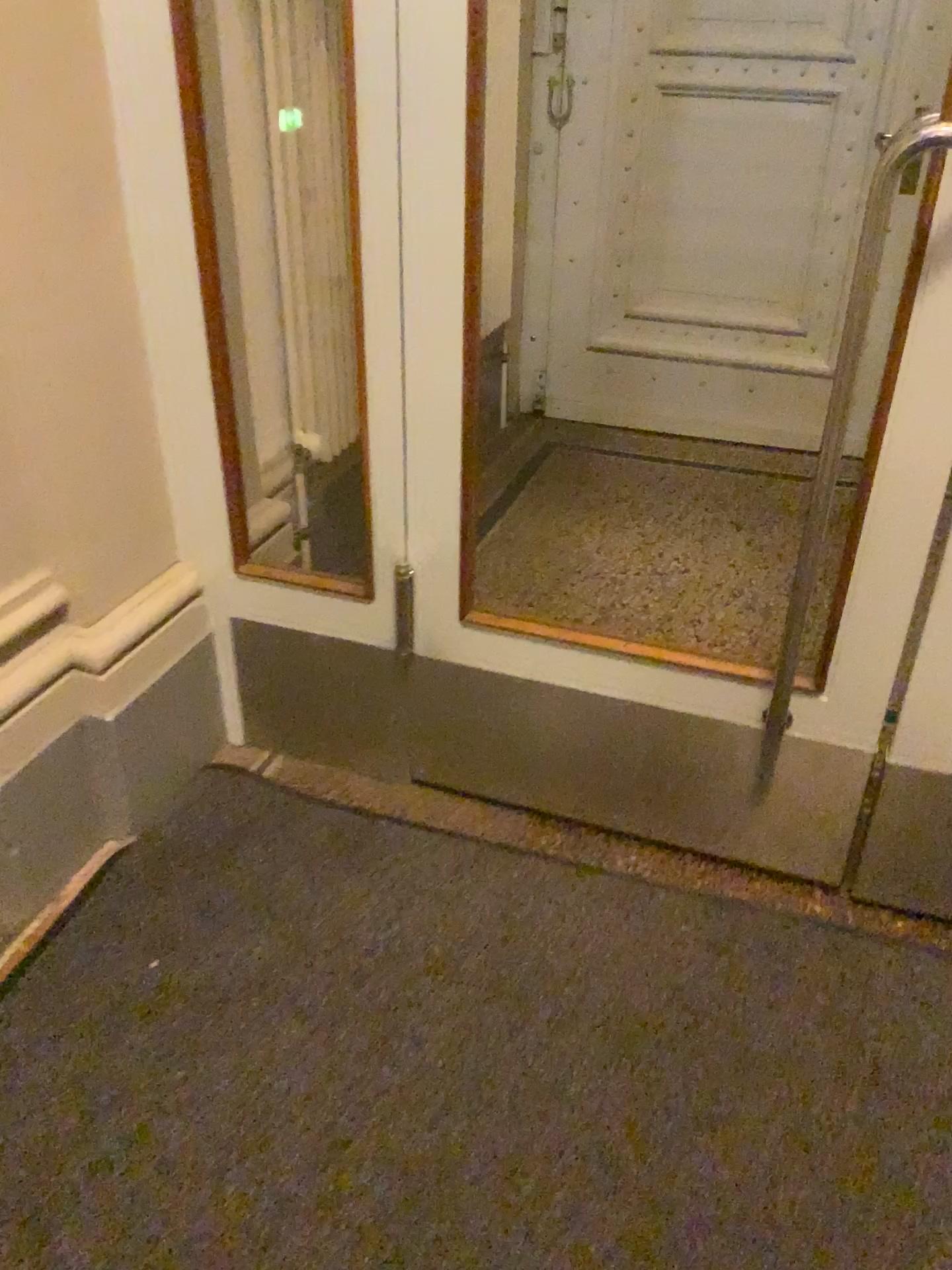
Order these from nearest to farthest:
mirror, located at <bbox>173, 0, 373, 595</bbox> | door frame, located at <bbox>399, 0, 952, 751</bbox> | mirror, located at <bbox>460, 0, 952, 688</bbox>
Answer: door frame, located at <bbox>399, 0, 952, 751</bbox>
mirror, located at <bbox>173, 0, 373, 595</bbox>
mirror, located at <bbox>460, 0, 952, 688</bbox>

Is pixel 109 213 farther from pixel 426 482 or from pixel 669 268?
pixel 669 268

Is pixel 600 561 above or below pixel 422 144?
below

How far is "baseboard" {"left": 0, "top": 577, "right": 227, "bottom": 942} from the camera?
1.74m

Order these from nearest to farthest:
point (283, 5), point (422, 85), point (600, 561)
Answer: point (422, 85), point (283, 5), point (600, 561)

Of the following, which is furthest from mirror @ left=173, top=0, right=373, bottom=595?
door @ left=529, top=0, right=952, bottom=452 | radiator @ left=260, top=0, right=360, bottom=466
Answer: door @ left=529, top=0, right=952, bottom=452

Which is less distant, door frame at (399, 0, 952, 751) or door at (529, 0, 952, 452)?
door frame at (399, 0, 952, 751)

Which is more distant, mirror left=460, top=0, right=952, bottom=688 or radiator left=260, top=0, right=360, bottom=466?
mirror left=460, top=0, right=952, bottom=688

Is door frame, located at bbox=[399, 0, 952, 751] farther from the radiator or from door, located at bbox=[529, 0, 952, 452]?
door, located at bbox=[529, 0, 952, 452]

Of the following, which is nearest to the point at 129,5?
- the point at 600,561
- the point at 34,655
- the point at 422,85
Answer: the point at 422,85
